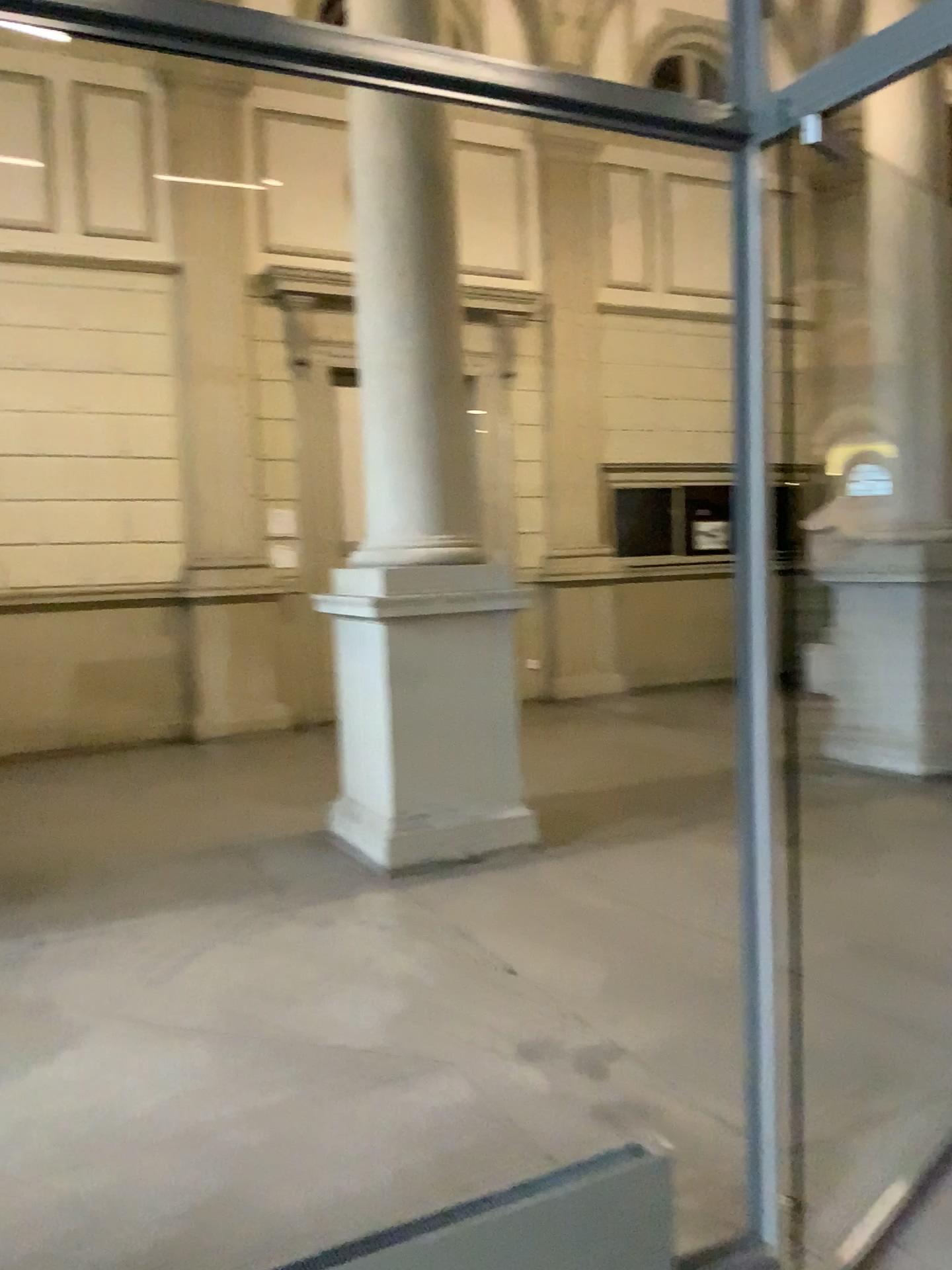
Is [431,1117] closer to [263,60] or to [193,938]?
[193,938]
